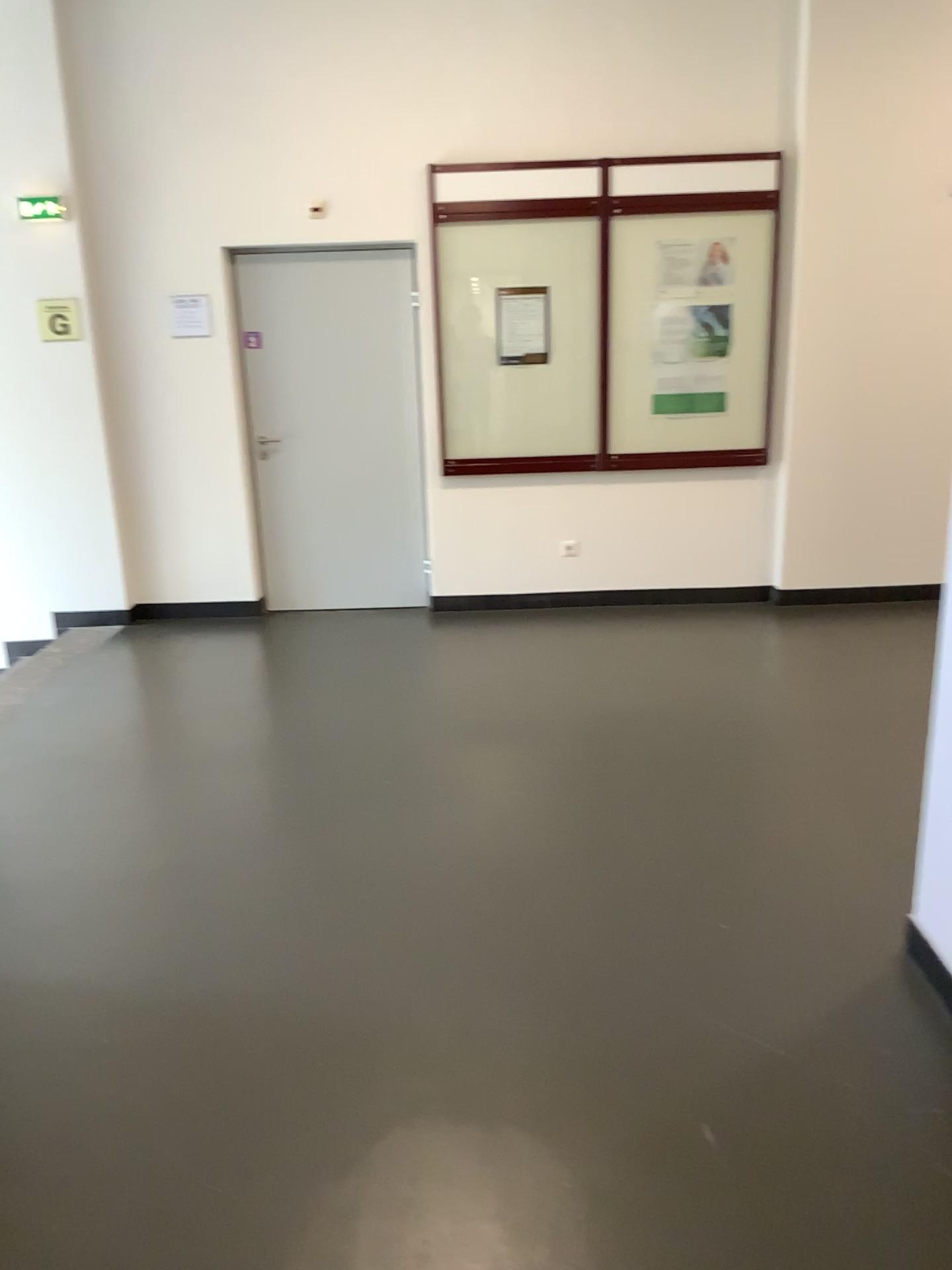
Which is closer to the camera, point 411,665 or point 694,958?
point 694,958
